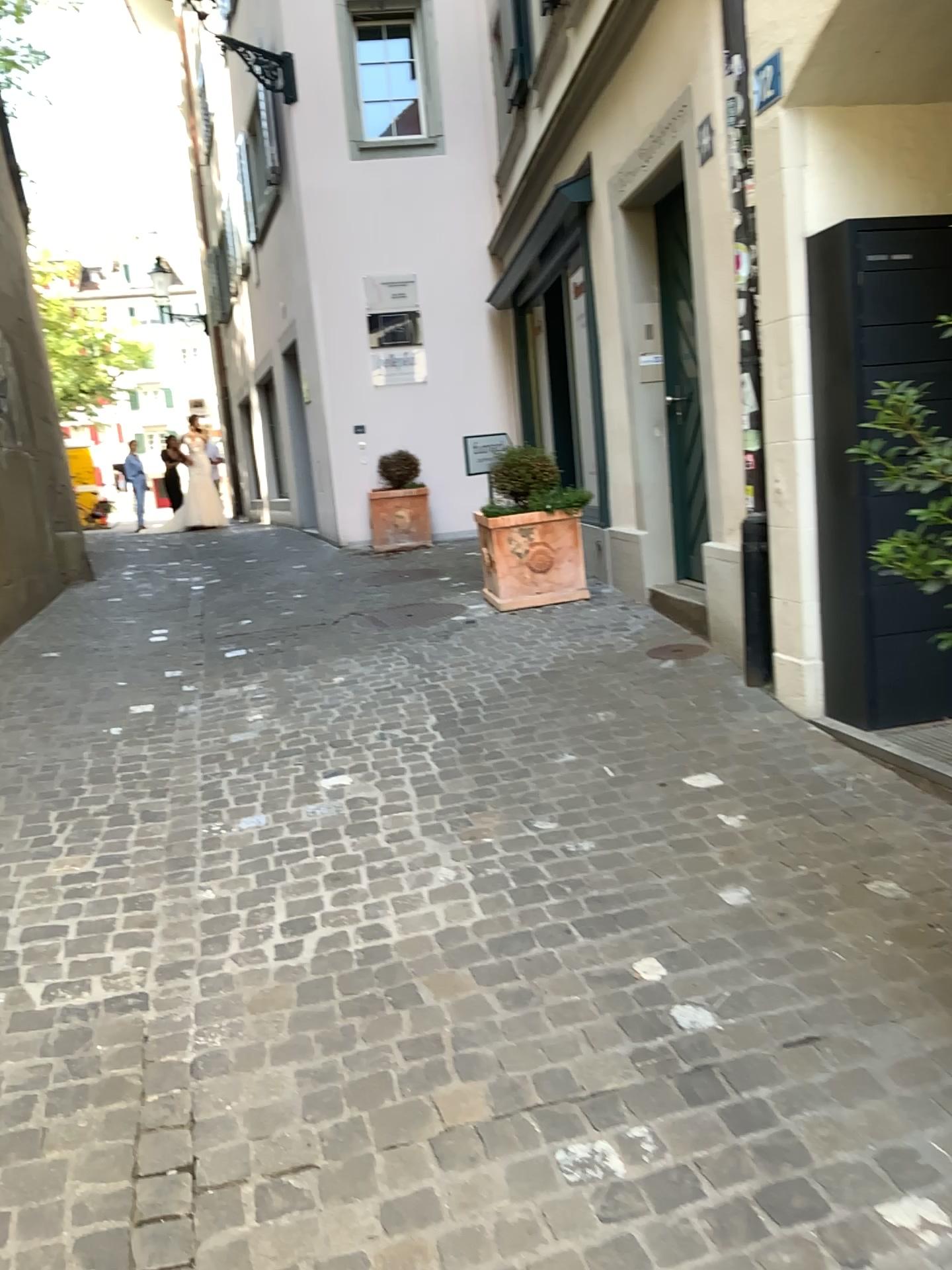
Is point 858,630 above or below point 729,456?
below
